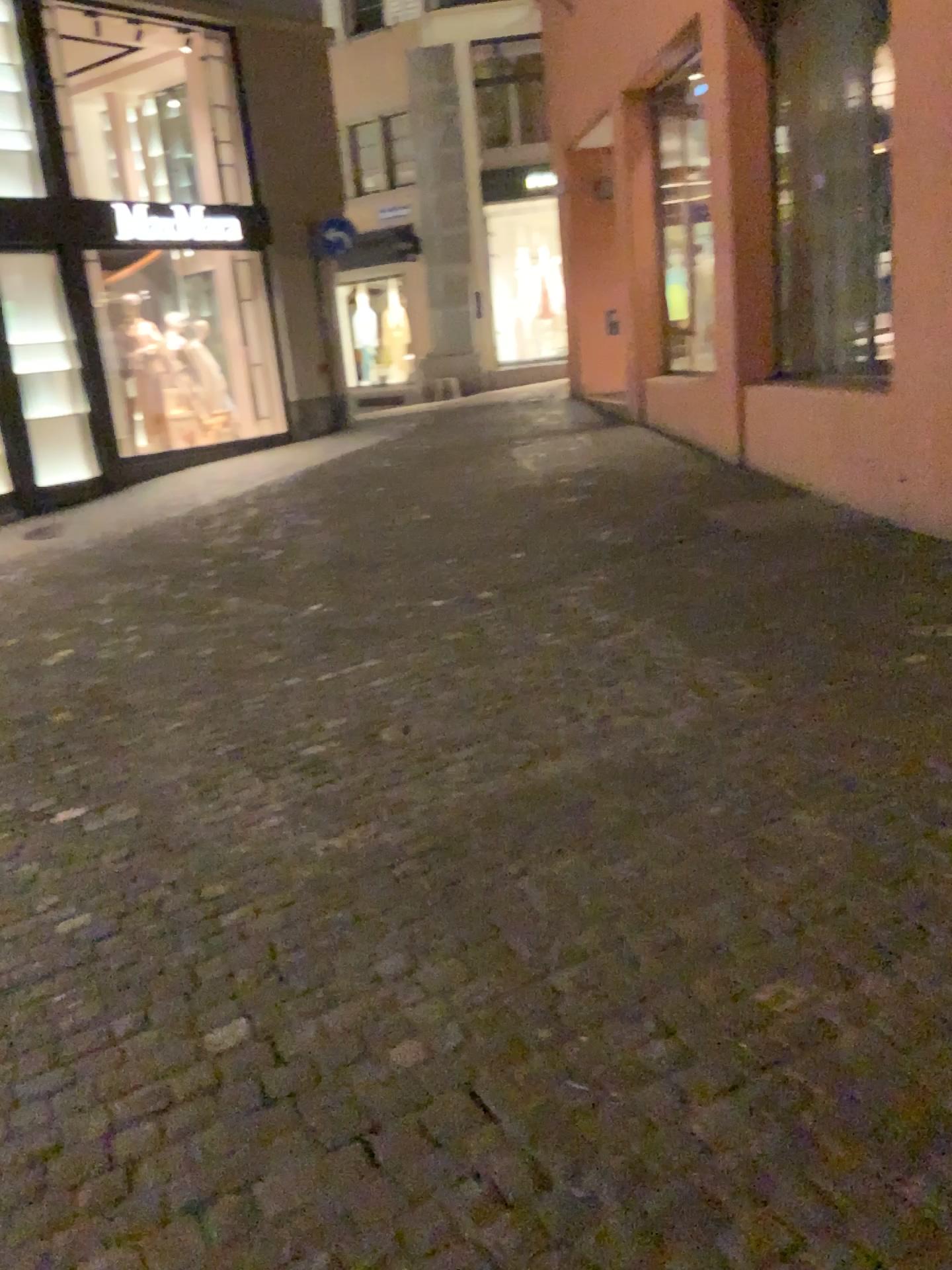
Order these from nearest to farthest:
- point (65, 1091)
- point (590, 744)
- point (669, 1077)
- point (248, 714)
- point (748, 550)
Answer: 1. point (669, 1077)
2. point (65, 1091)
3. point (590, 744)
4. point (248, 714)
5. point (748, 550)
